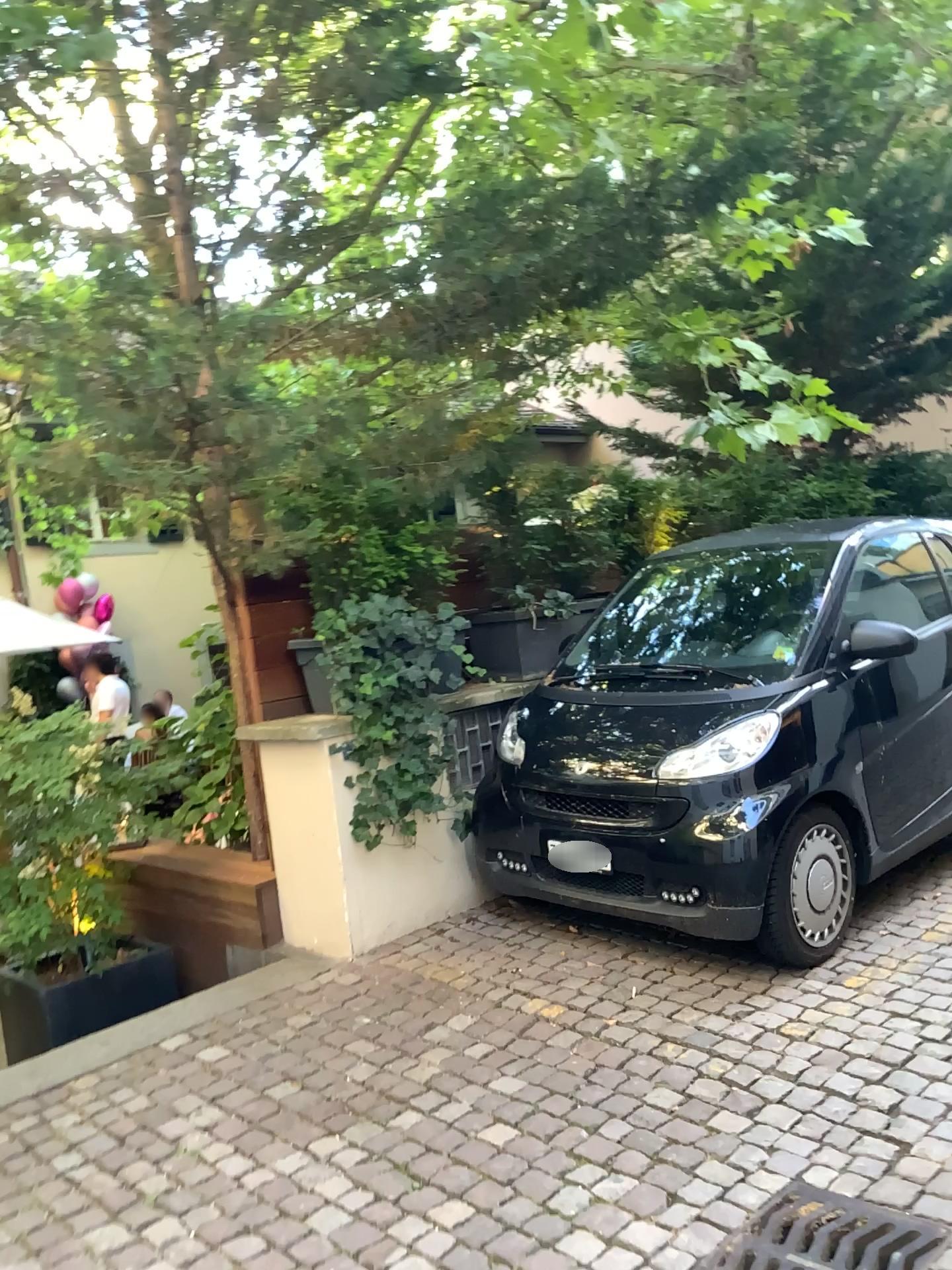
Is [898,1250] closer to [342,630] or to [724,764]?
[724,764]

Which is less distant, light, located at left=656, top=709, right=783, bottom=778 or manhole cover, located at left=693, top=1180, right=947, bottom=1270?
manhole cover, located at left=693, top=1180, right=947, bottom=1270

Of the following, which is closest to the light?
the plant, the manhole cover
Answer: the plant

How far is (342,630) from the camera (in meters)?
4.23

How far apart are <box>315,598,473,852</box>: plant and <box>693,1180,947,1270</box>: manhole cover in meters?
2.1 m

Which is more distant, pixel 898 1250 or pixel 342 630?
pixel 342 630

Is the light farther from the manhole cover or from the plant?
the manhole cover

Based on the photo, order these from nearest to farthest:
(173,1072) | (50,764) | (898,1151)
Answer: (898,1151) < (173,1072) < (50,764)

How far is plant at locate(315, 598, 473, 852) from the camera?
4.2 meters

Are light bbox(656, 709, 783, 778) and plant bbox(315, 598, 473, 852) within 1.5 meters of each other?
Answer: yes
